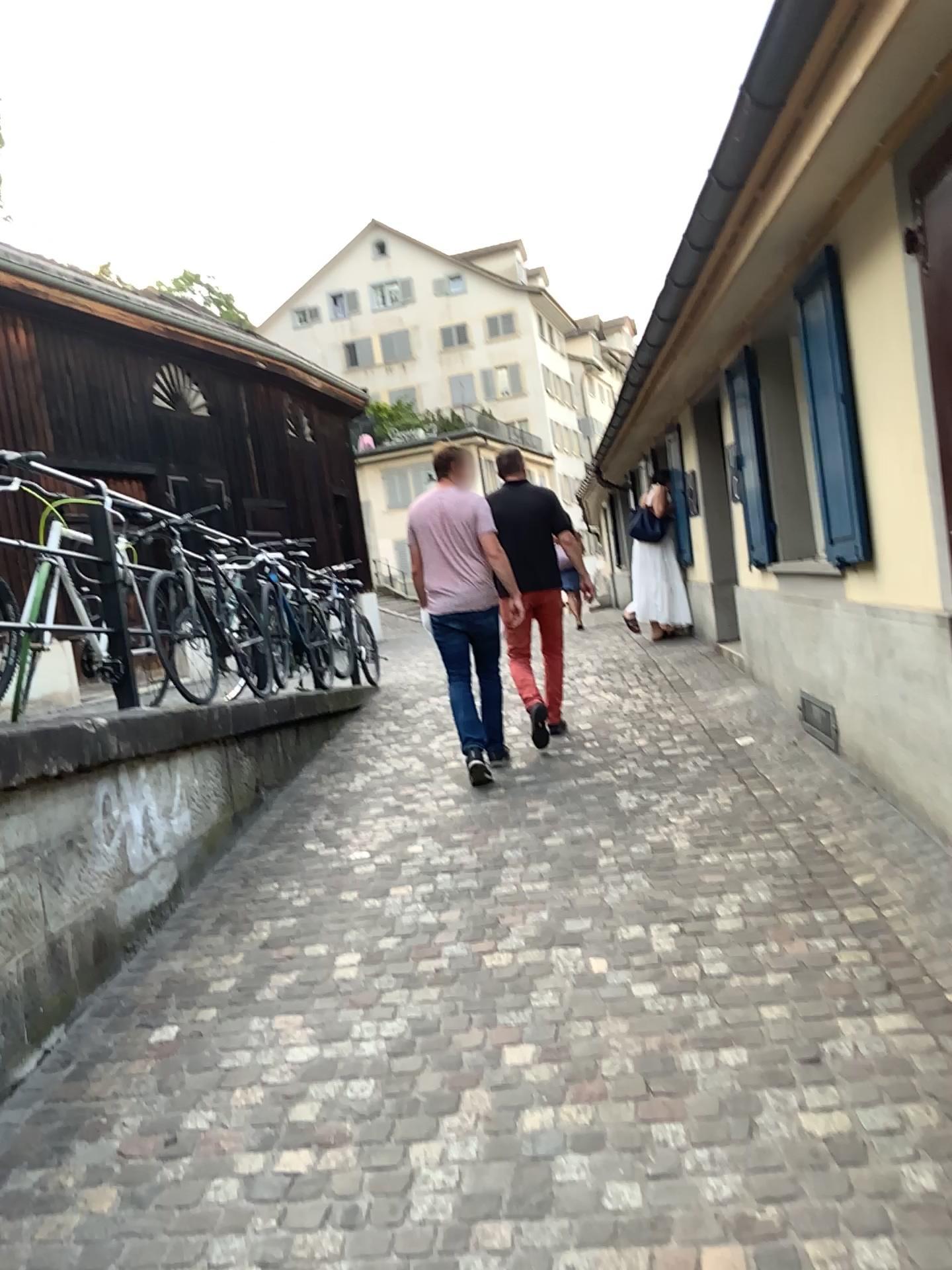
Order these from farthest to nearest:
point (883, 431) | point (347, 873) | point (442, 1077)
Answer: point (347, 873), point (883, 431), point (442, 1077)
